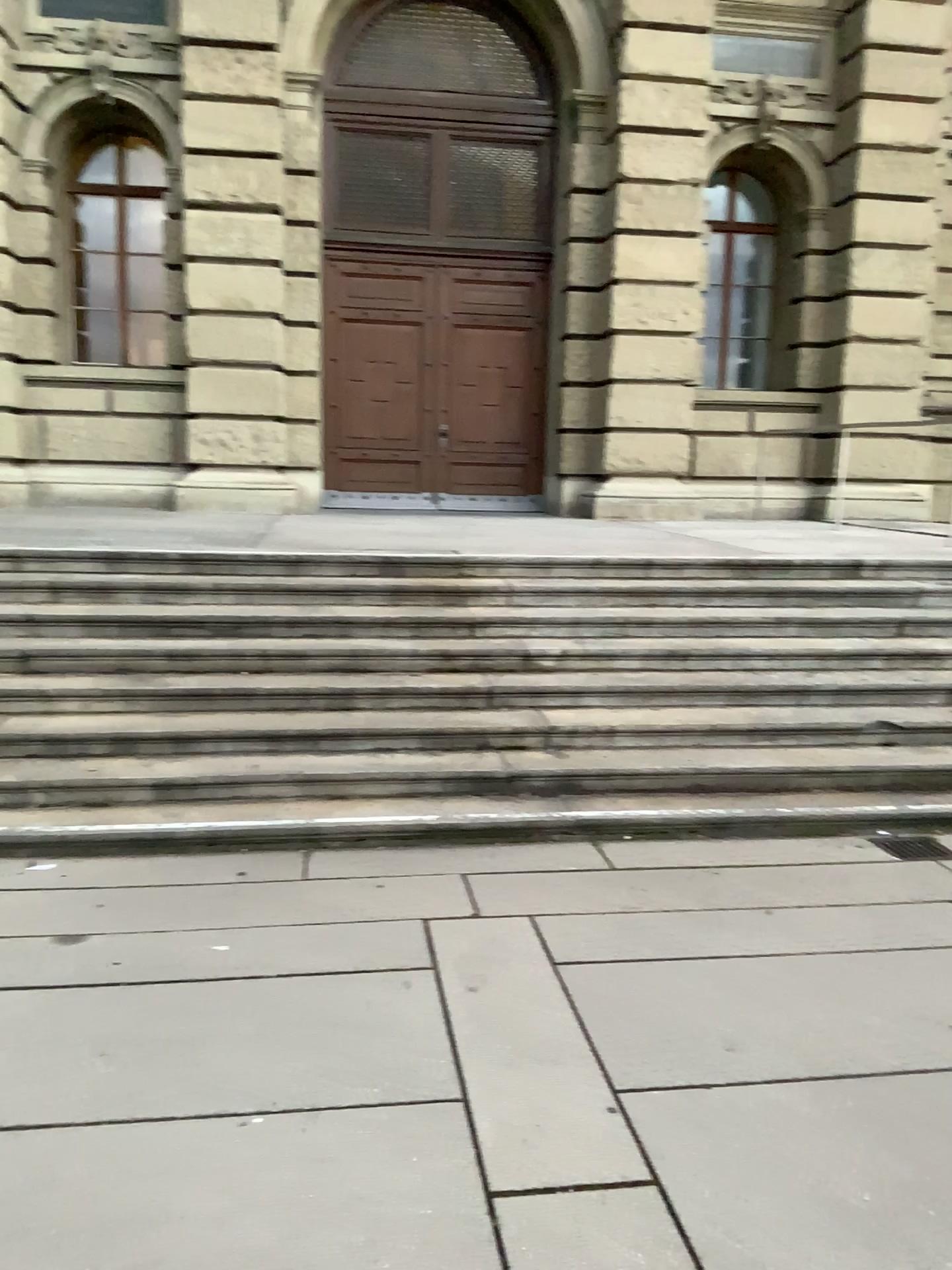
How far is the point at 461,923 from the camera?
3.8m
